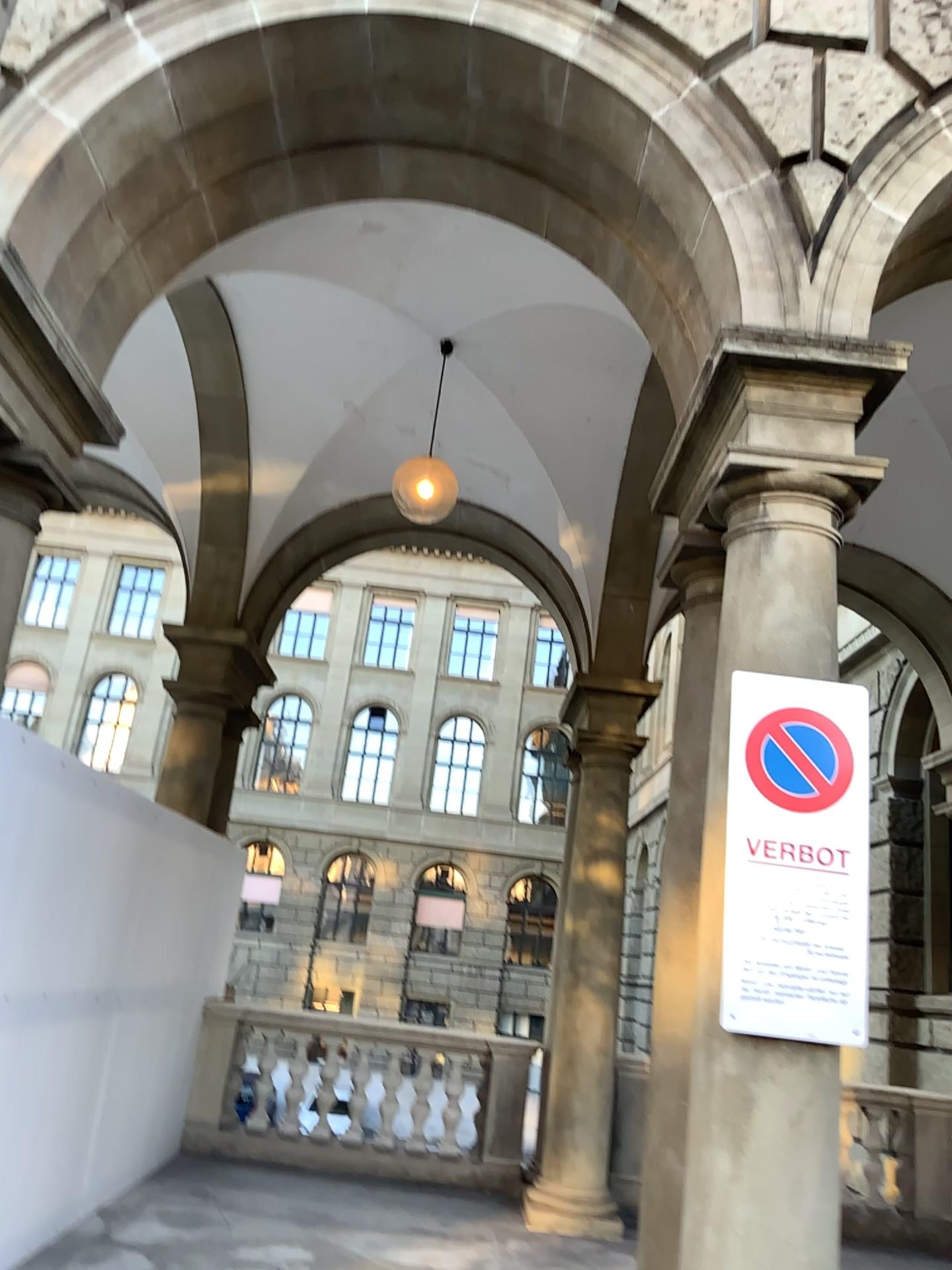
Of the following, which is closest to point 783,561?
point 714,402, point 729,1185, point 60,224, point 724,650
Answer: point 724,650

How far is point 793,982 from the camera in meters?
2.9

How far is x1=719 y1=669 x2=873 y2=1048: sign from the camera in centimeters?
289cm
